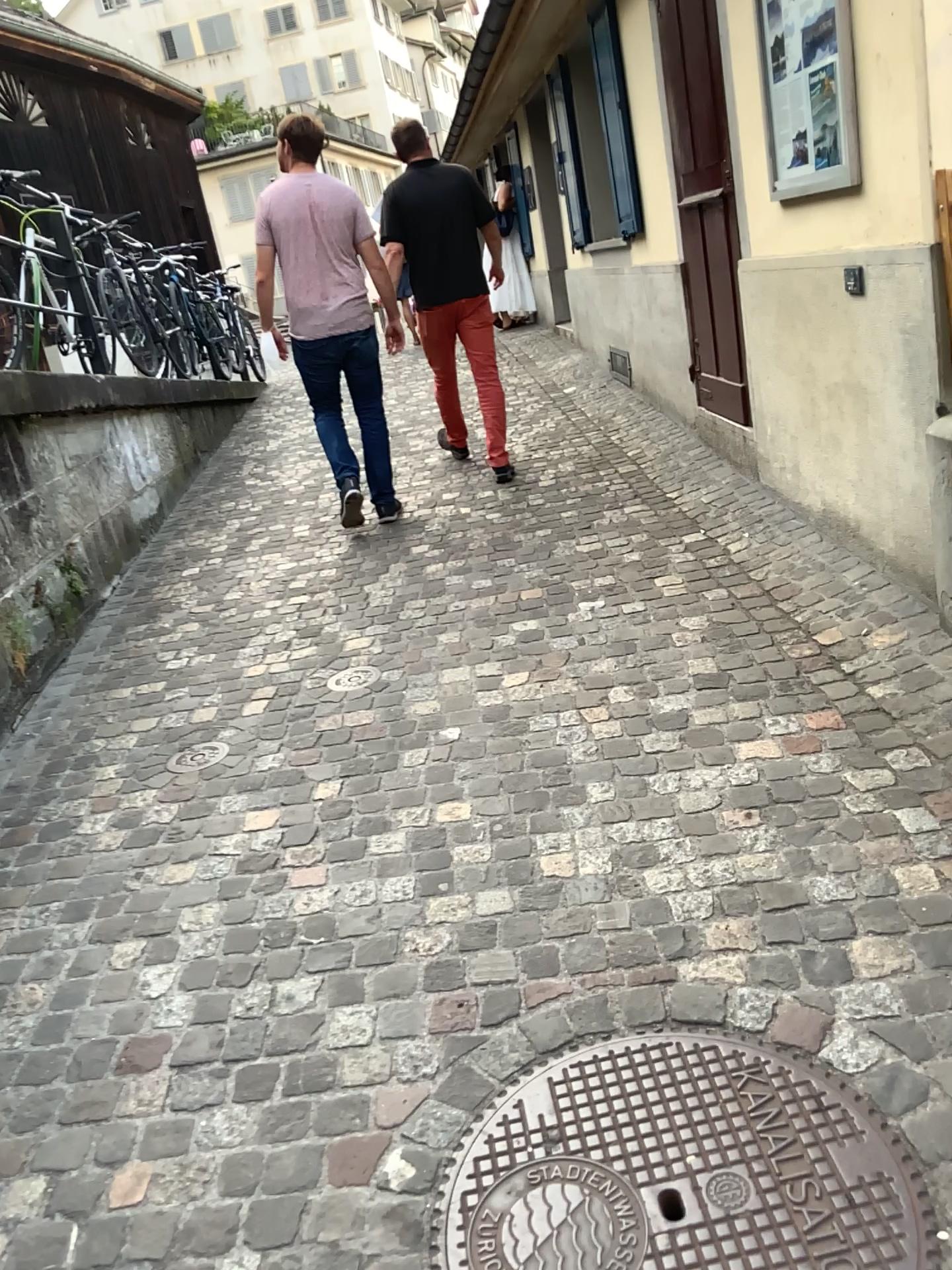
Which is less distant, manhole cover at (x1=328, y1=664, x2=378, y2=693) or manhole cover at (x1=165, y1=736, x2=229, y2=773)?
manhole cover at (x1=165, y1=736, x2=229, y2=773)

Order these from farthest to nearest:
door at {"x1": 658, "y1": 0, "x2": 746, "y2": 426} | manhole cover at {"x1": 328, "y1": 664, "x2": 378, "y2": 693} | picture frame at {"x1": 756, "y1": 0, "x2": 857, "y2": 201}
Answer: door at {"x1": 658, "y1": 0, "x2": 746, "y2": 426}
manhole cover at {"x1": 328, "y1": 664, "x2": 378, "y2": 693}
picture frame at {"x1": 756, "y1": 0, "x2": 857, "y2": 201}

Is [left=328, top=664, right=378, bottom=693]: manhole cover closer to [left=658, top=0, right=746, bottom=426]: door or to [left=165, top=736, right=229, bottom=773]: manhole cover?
[left=165, top=736, right=229, bottom=773]: manhole cover

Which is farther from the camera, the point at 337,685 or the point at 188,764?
the point at 337,685

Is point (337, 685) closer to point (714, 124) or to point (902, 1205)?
point (902, 1205)

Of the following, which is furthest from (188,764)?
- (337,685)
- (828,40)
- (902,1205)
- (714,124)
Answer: (714,124)

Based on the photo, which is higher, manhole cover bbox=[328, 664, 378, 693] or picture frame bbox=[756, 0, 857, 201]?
picture frame bbox=[756, 0, 857, 201]

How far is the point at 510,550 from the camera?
4.53m

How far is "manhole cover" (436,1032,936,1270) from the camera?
1.5 meters

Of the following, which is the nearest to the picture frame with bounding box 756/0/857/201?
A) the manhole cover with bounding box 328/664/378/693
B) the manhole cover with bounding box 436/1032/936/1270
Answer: the manhole cover with bounding box 328/664/378/693
